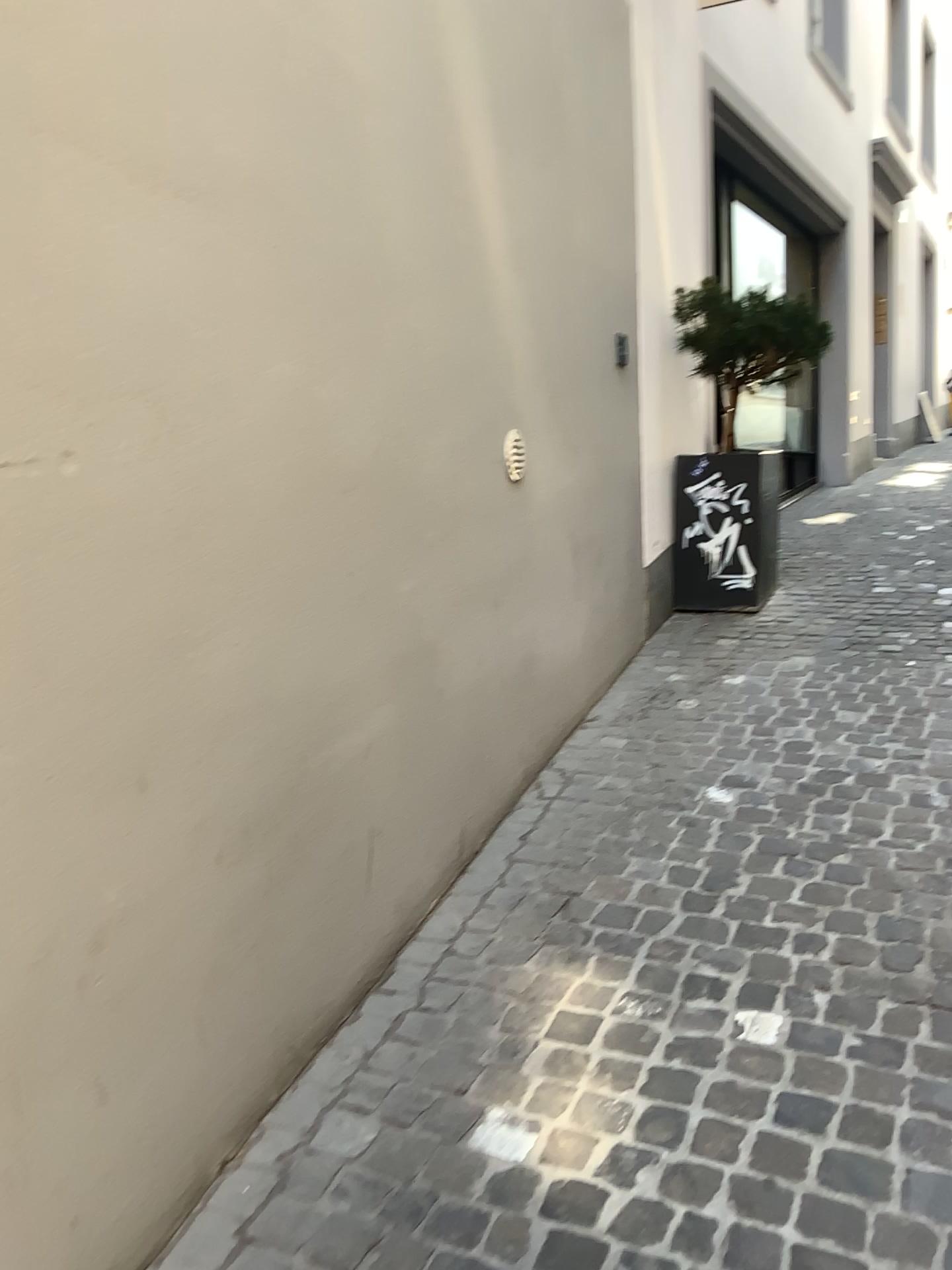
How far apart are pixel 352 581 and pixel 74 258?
0.91m
